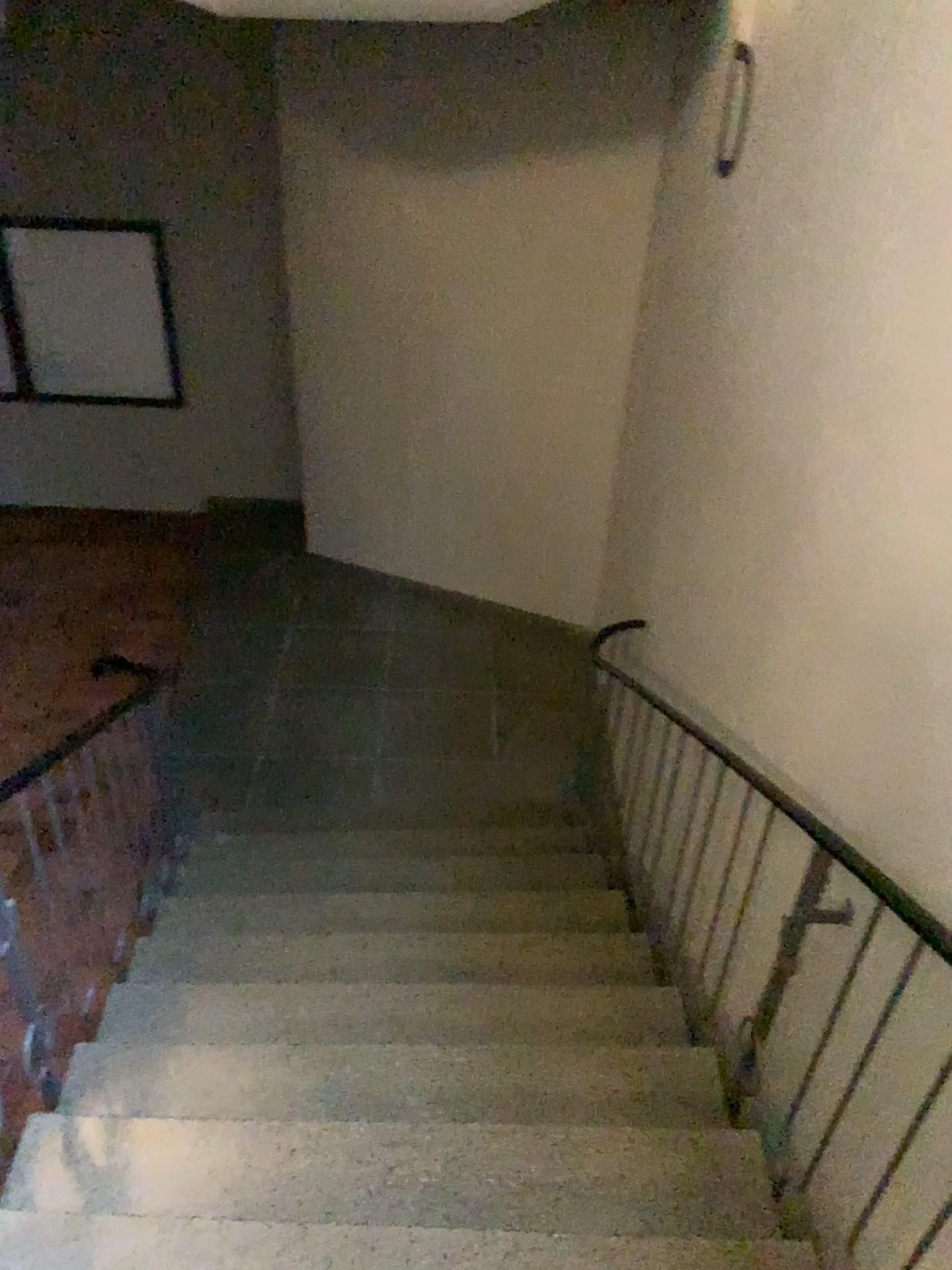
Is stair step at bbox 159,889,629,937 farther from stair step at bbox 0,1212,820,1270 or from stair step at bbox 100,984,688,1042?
stair step at bbox 0,1212,820,1270

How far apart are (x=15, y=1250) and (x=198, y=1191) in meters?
0.4 m

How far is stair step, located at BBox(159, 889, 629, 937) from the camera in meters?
3.5

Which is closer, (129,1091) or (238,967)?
(129,1091)

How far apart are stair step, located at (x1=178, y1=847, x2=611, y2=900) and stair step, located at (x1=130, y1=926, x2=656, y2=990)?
0.50m

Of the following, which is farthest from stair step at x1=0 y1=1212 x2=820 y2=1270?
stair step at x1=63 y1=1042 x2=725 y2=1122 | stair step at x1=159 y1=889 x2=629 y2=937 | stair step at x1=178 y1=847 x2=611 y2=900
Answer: stair step at x1=178 y1=847 x2=611 y2=900

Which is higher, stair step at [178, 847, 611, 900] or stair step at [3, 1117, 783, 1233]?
stair step at [3, 1117, 783, 1233]

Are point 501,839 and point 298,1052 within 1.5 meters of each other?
no

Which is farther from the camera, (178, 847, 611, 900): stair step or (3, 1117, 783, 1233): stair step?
(178, 847, 611, 900): stair step

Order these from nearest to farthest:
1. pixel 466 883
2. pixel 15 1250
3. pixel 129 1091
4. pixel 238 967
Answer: pixel 15 1250, pixel 129 1091, pixel 238 967, pixel 466 883
